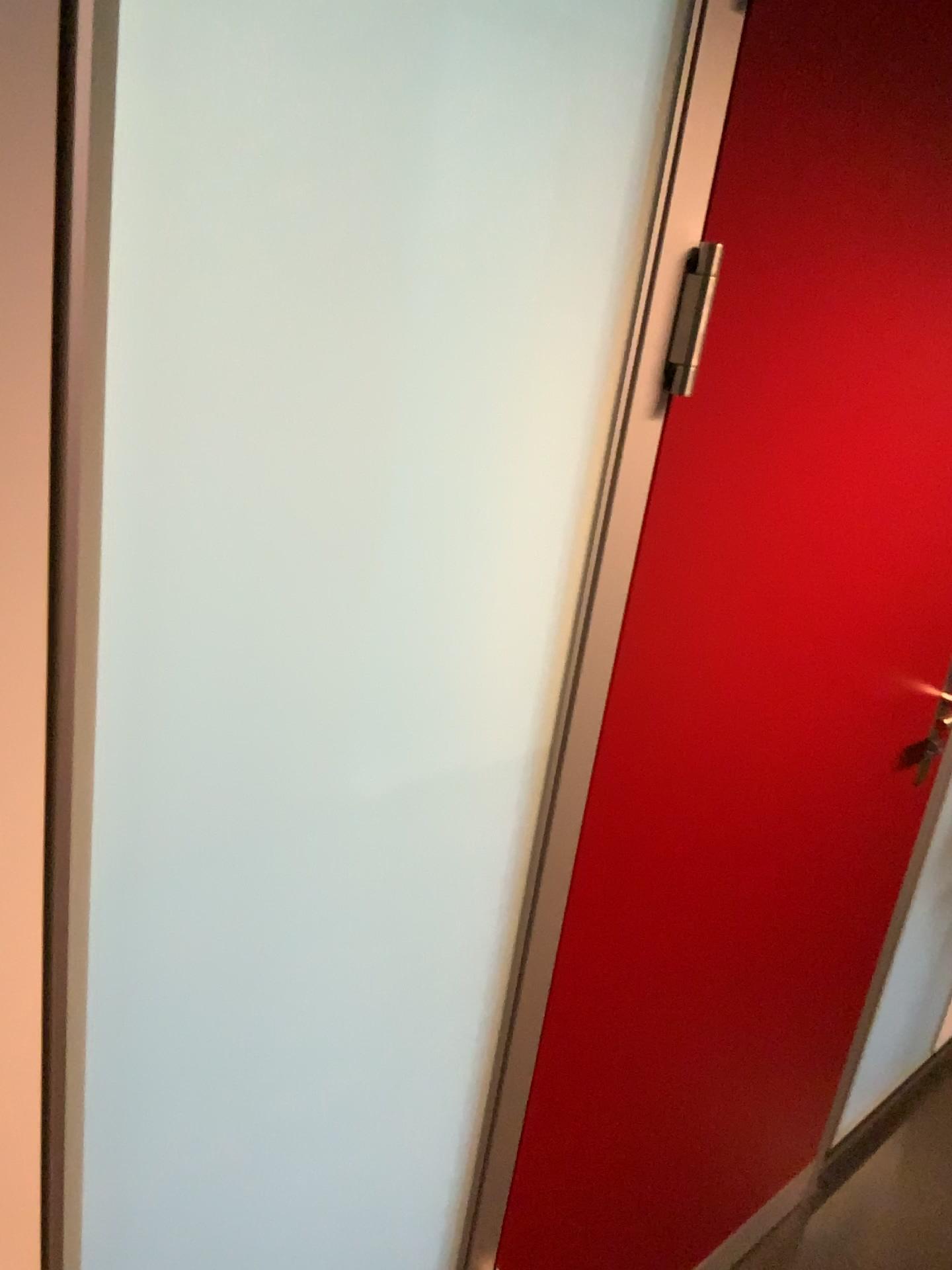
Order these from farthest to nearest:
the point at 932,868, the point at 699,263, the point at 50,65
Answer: the point at 932,868
the point at 699,263
the point at 50,65

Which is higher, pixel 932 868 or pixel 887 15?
pixel 887 15

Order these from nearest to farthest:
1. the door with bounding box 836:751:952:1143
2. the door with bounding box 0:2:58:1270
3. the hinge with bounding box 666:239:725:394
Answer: the door with bounding box 0:2:58:1270 < the hinge with bounding box 666:239:725:394 < the door with bounding box 836:751:952:1143

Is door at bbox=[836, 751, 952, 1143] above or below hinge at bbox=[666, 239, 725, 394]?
below

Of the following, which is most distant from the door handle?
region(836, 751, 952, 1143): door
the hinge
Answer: region(836, 751, 952, 1143): door

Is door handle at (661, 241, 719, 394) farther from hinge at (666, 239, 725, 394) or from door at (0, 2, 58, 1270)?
door at (0, 2, 58, 1270)

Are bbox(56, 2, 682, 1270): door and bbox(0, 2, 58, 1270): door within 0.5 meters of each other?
yes

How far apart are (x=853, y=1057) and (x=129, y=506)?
1.85m

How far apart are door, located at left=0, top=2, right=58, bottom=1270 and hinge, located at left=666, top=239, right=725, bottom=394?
0.52m

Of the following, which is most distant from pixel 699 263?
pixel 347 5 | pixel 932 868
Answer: pixel 932 868
